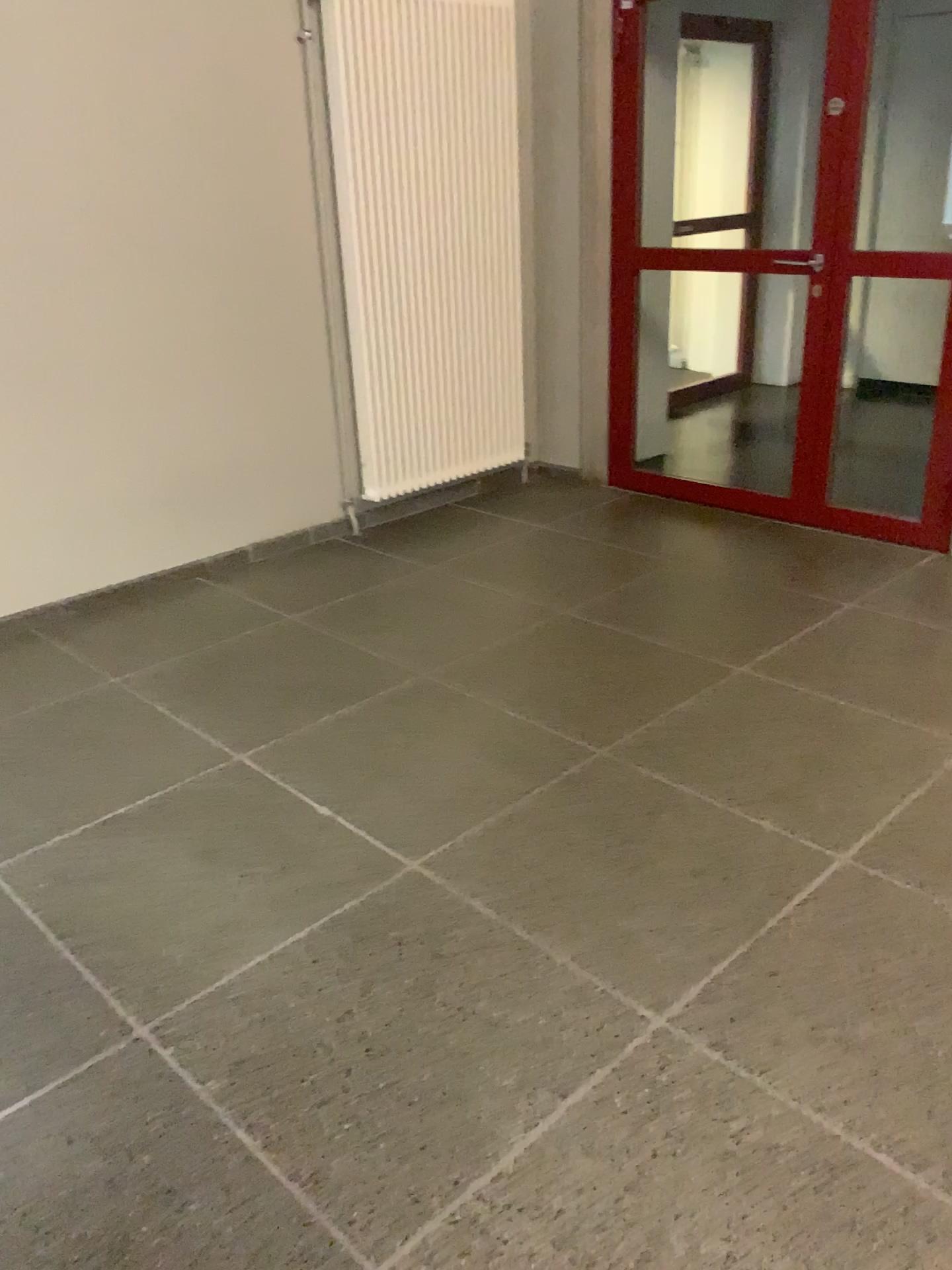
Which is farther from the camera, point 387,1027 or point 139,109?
point 139,109
